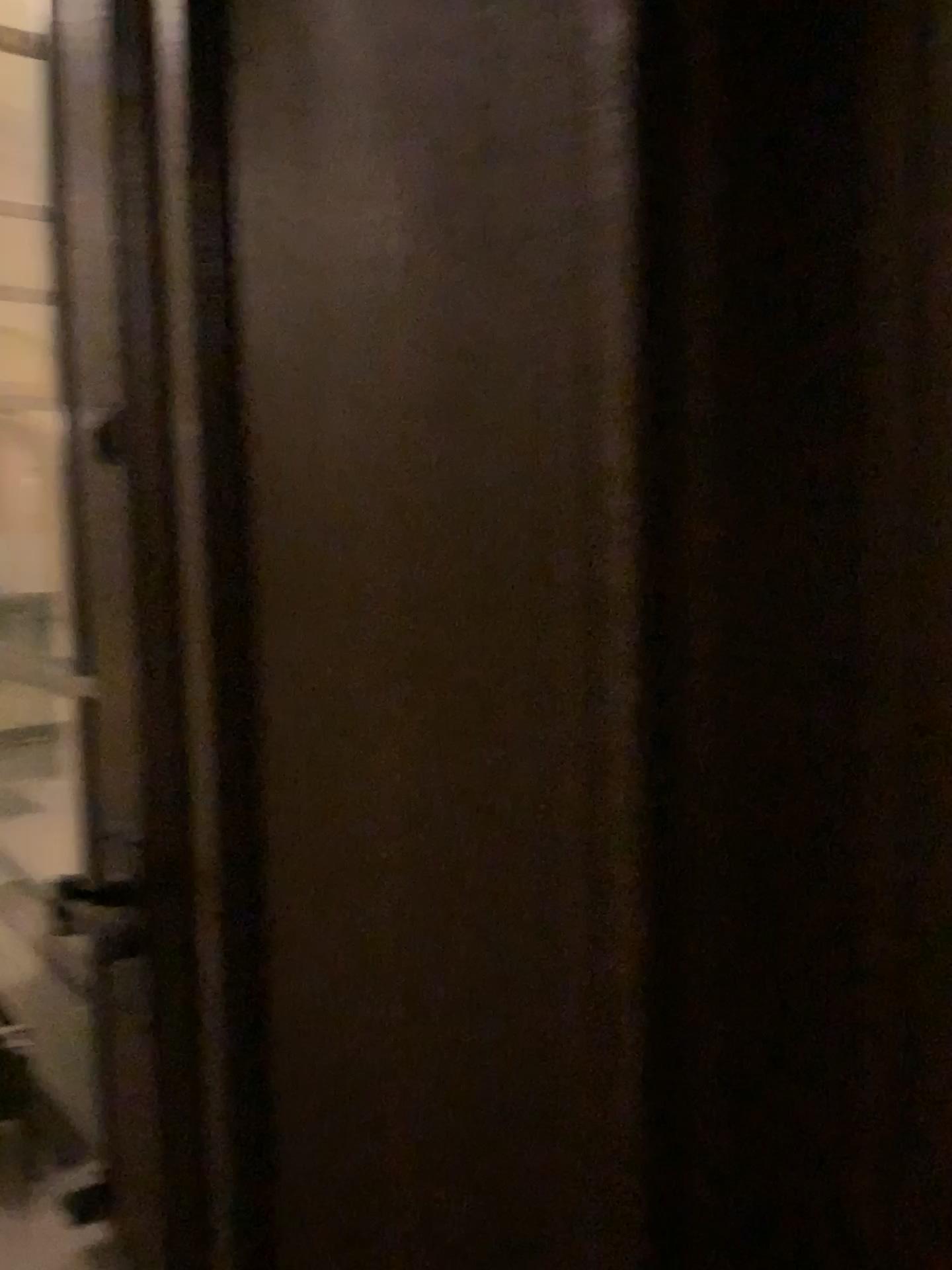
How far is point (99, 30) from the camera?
1.0 meters

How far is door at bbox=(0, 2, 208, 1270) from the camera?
1.0 meters

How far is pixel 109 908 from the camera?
1.1m
